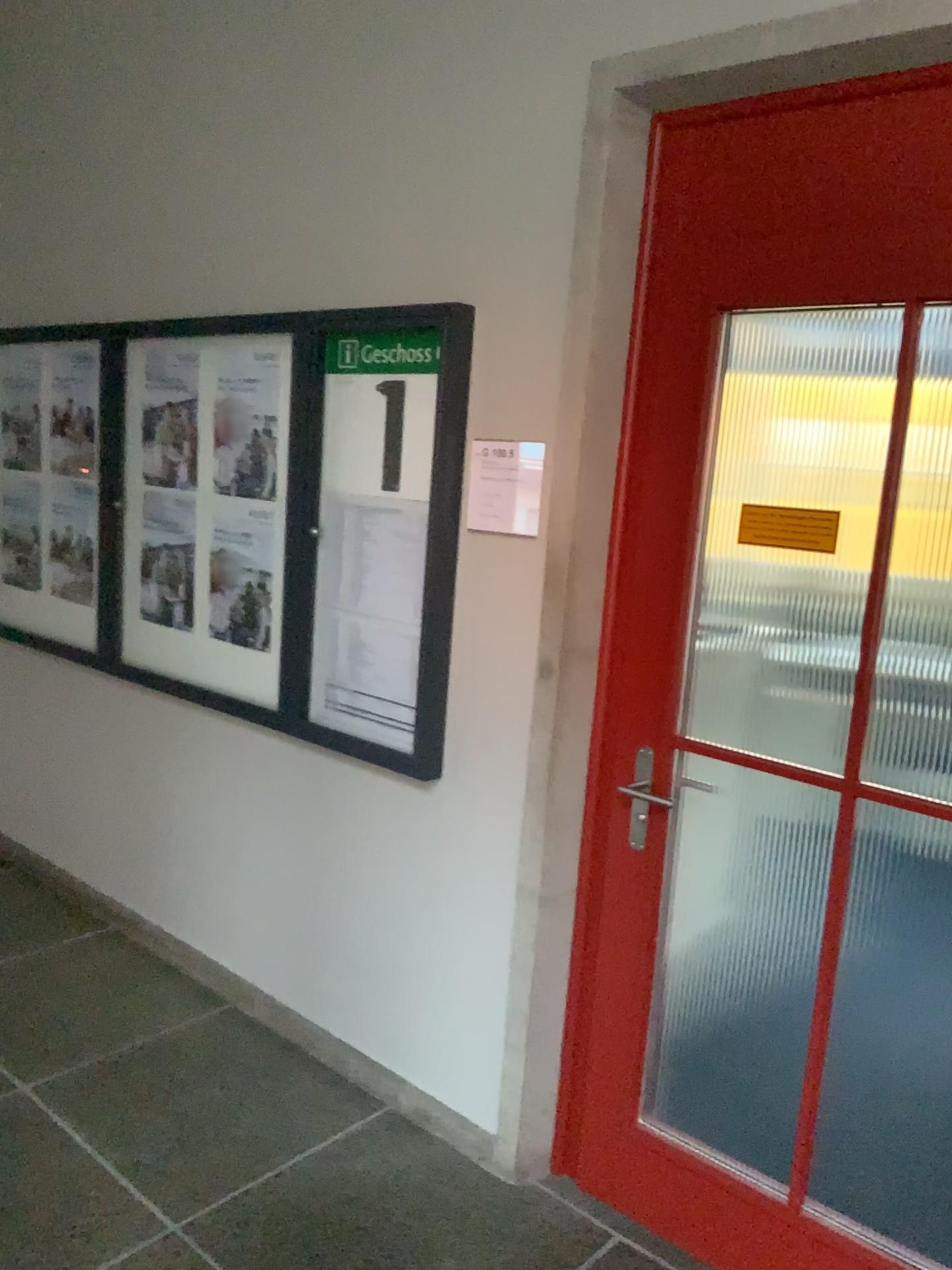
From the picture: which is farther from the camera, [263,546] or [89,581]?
[89,581]

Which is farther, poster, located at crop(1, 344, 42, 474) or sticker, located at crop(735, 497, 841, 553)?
poster, located at crop(1, 344, 42, 474)

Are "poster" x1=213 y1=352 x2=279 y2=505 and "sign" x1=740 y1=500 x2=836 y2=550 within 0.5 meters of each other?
no

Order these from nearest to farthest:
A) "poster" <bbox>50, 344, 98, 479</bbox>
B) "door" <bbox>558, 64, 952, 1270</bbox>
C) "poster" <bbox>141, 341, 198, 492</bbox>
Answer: "door" <bbox>558, 64, 952, 1270</bbox>
"poster" <bbox>141, 341, 198, 492</bbox>
"poster" <bbox>50, 344, 98, 479</bbox>

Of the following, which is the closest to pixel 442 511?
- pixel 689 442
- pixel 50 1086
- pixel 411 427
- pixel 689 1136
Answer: pixel 411 427

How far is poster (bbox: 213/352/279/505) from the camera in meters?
3.0

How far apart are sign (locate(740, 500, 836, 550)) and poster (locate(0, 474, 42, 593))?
2.9m

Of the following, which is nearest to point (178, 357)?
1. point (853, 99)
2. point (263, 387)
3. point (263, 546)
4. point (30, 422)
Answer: point (263, 387)

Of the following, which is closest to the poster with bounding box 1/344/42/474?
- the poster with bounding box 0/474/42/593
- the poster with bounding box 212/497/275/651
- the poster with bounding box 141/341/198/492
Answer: the poster with bounding box 0/474/42/593

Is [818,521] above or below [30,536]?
above
